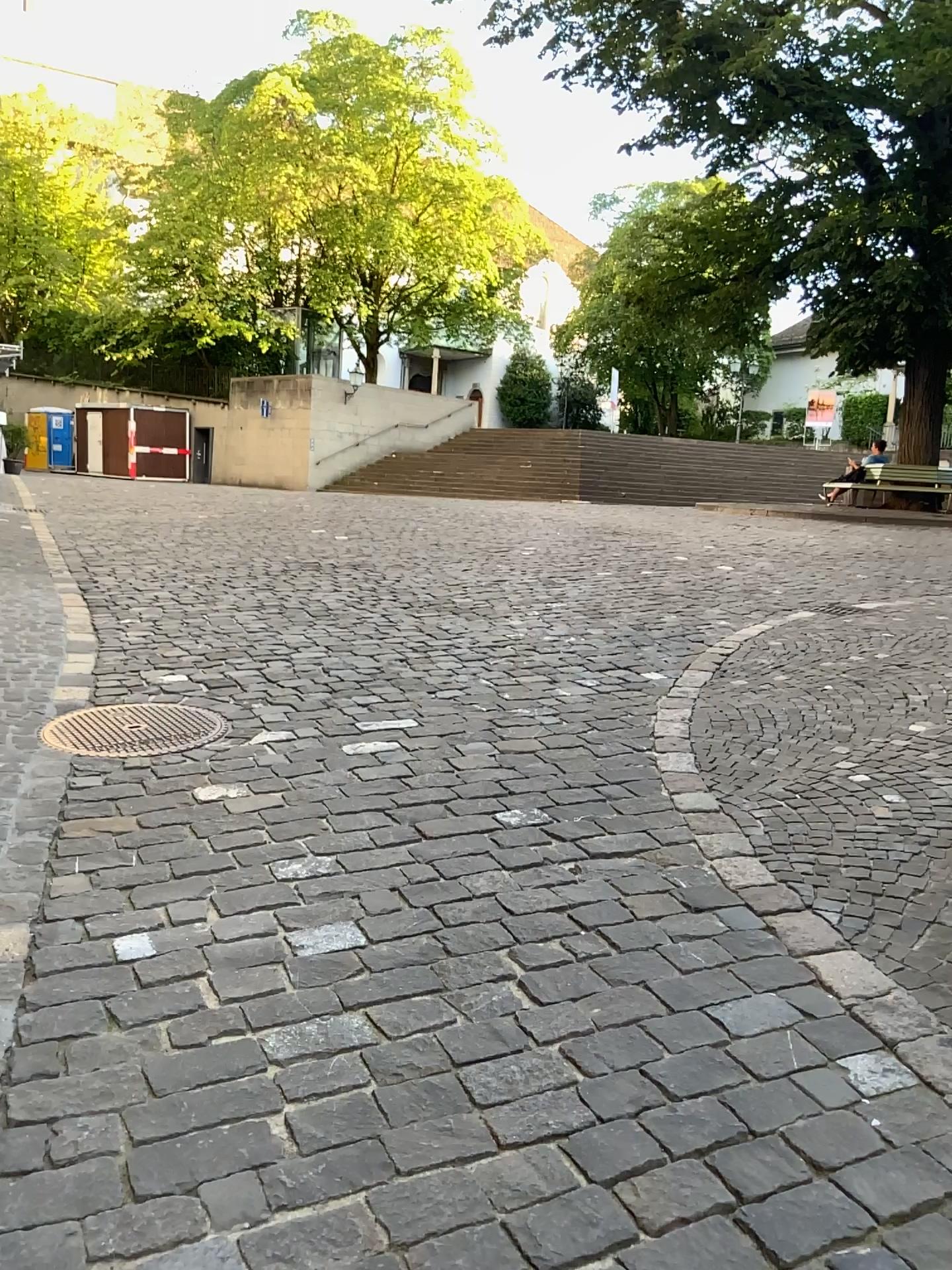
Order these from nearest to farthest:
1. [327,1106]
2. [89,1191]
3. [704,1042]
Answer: [89,1191]
[327,1106]
[704,1042]
